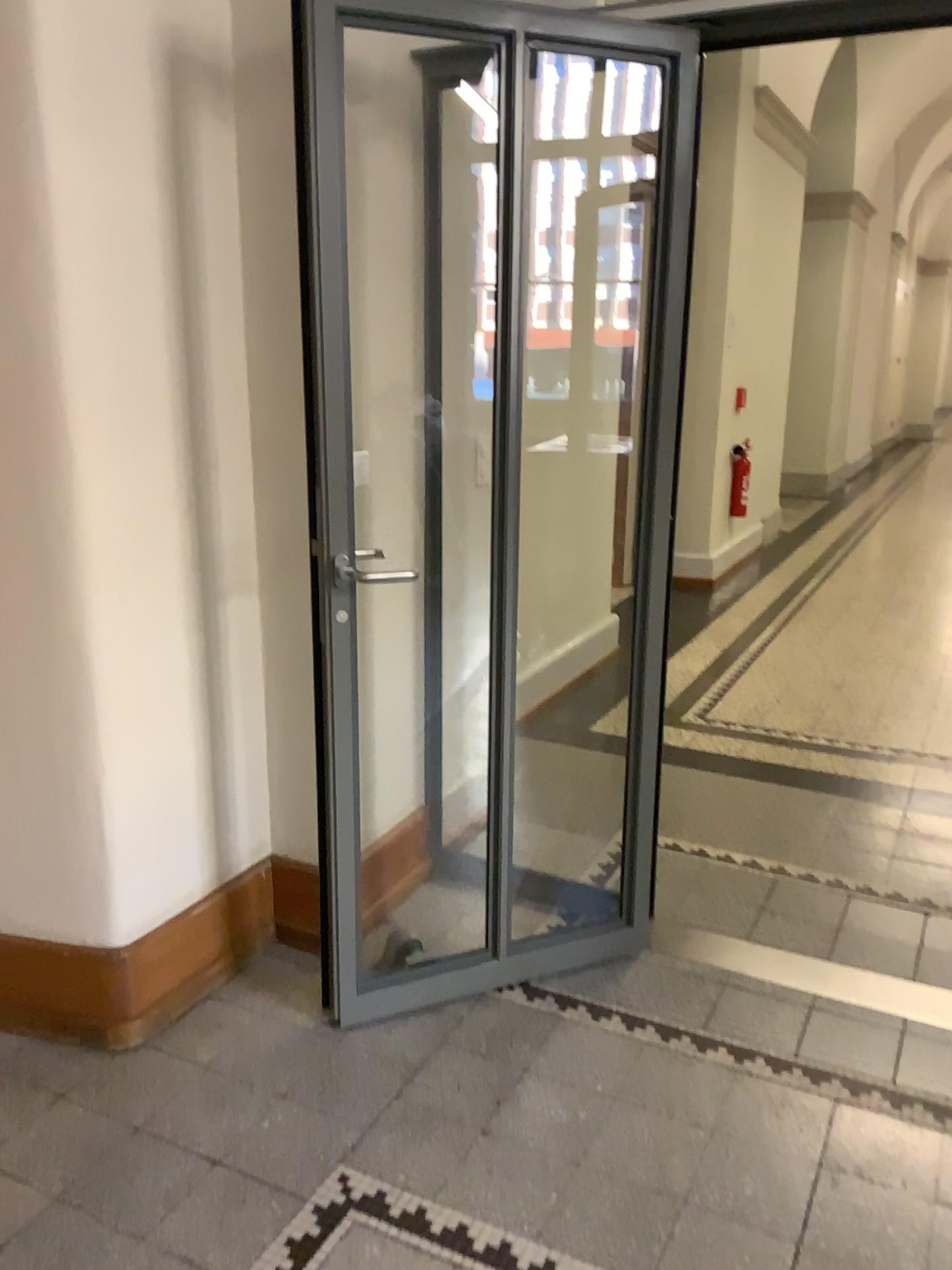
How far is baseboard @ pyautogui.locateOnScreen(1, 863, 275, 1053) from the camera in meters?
2.3 m

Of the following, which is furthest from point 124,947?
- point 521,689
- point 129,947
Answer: point 521,689

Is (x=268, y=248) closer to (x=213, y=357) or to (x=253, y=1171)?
(x=213, y=357)

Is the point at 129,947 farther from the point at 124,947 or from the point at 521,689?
the point at 521,689

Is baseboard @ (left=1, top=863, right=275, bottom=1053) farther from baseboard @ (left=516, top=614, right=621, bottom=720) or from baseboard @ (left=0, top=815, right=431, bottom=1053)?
baseboard @ (left=516, top=614, right=621, bottom=720)

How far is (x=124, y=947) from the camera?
2.3m

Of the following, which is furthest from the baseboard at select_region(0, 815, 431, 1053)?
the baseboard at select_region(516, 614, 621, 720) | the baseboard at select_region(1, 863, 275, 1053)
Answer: the baseboard at select_region(516, 614, 621, 720)

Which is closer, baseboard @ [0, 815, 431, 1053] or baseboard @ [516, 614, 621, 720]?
baseboard @ [0, 815, 431, 1053]
